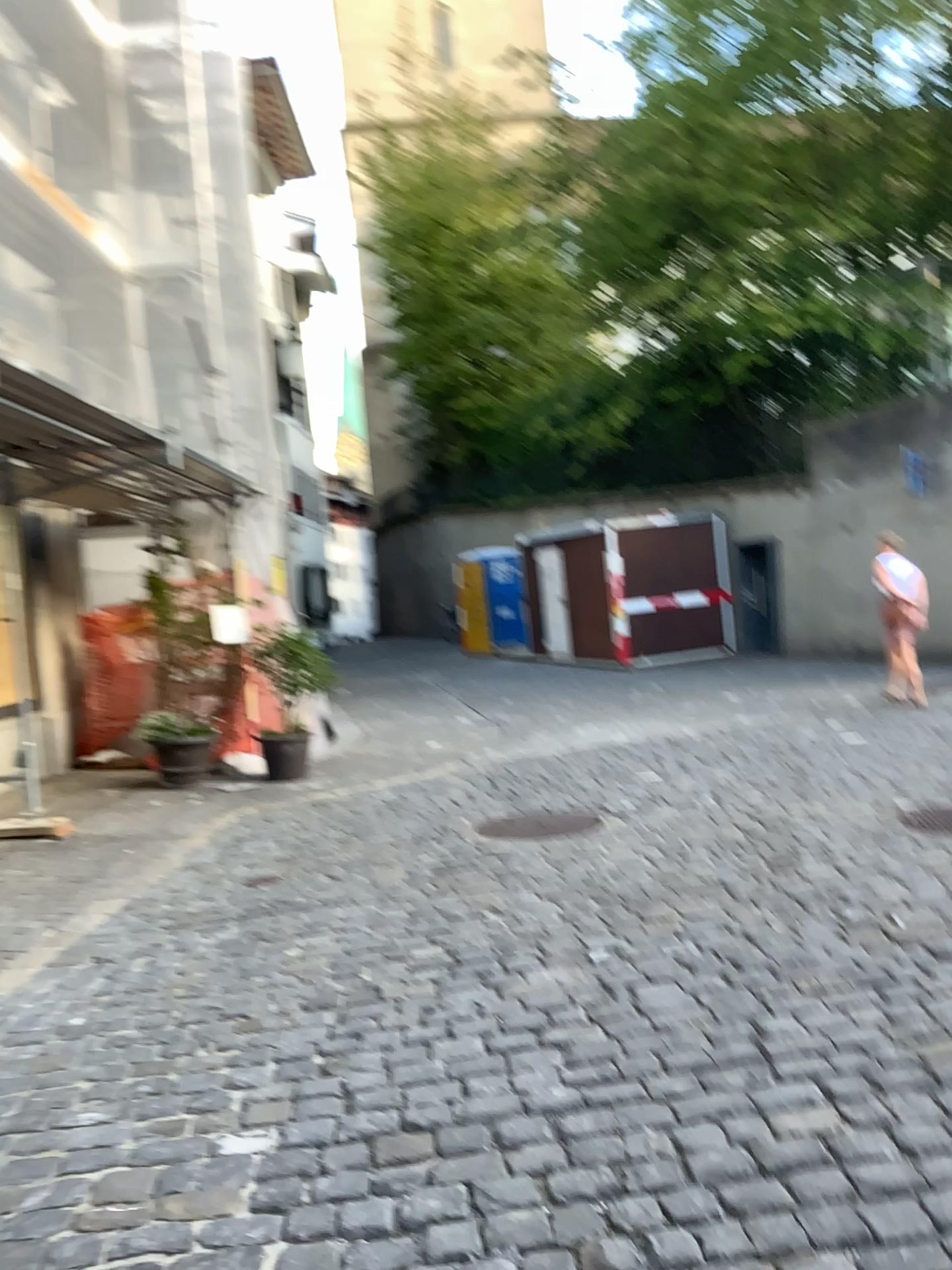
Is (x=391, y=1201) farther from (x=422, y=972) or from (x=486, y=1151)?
(x=422, y=972)
